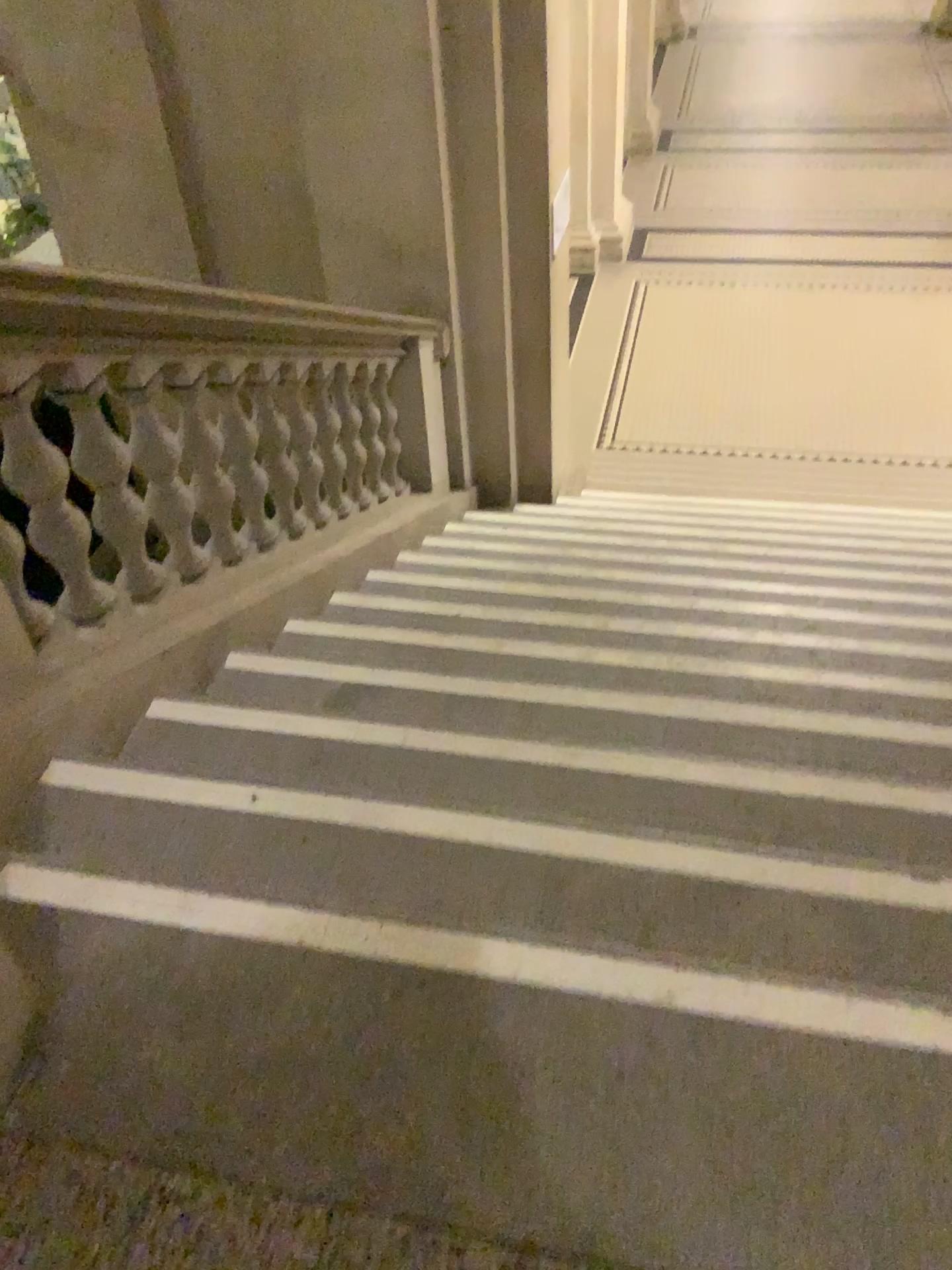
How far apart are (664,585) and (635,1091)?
2.4m
